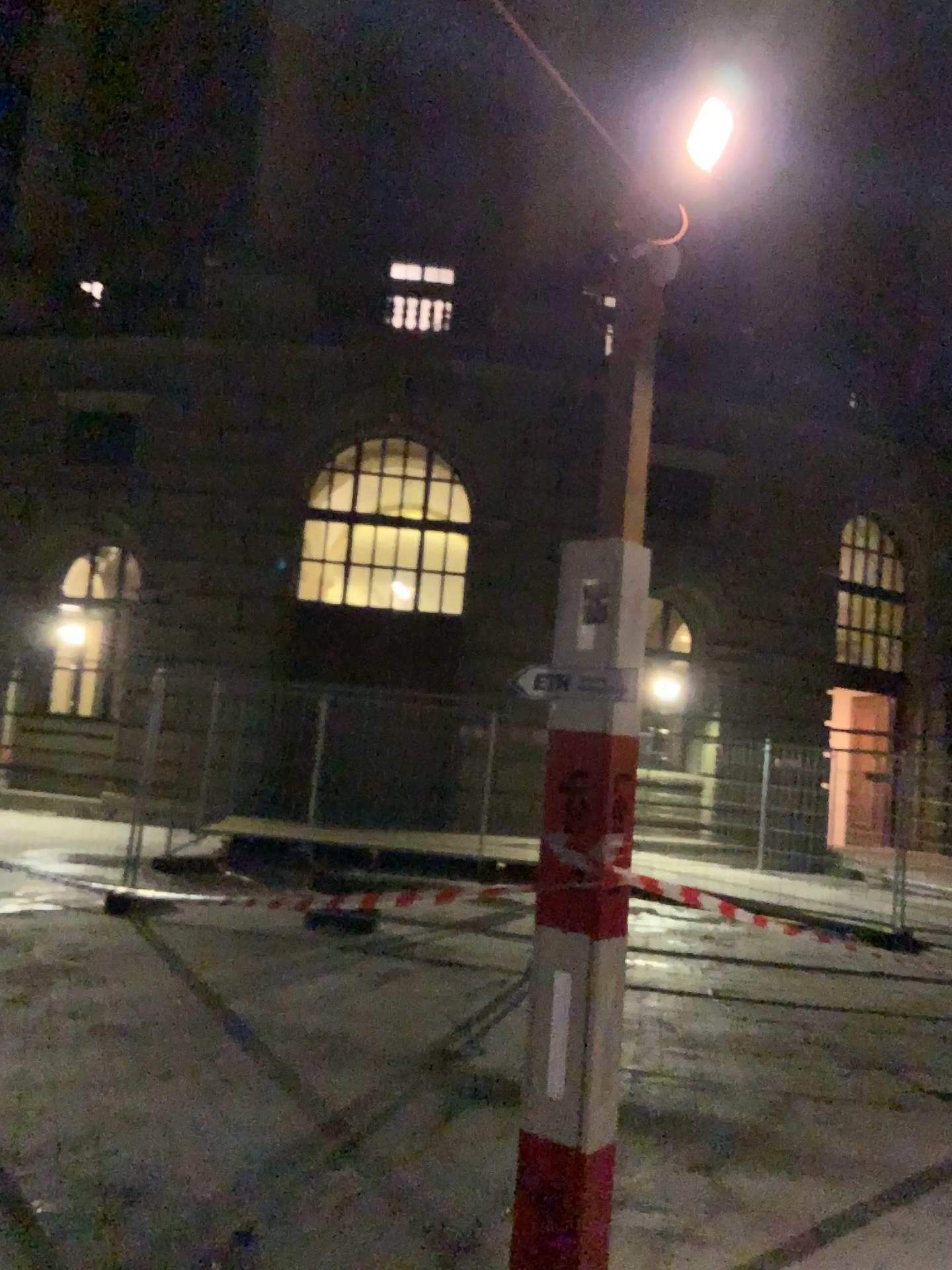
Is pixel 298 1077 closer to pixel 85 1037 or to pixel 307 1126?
pixel 307 1126
